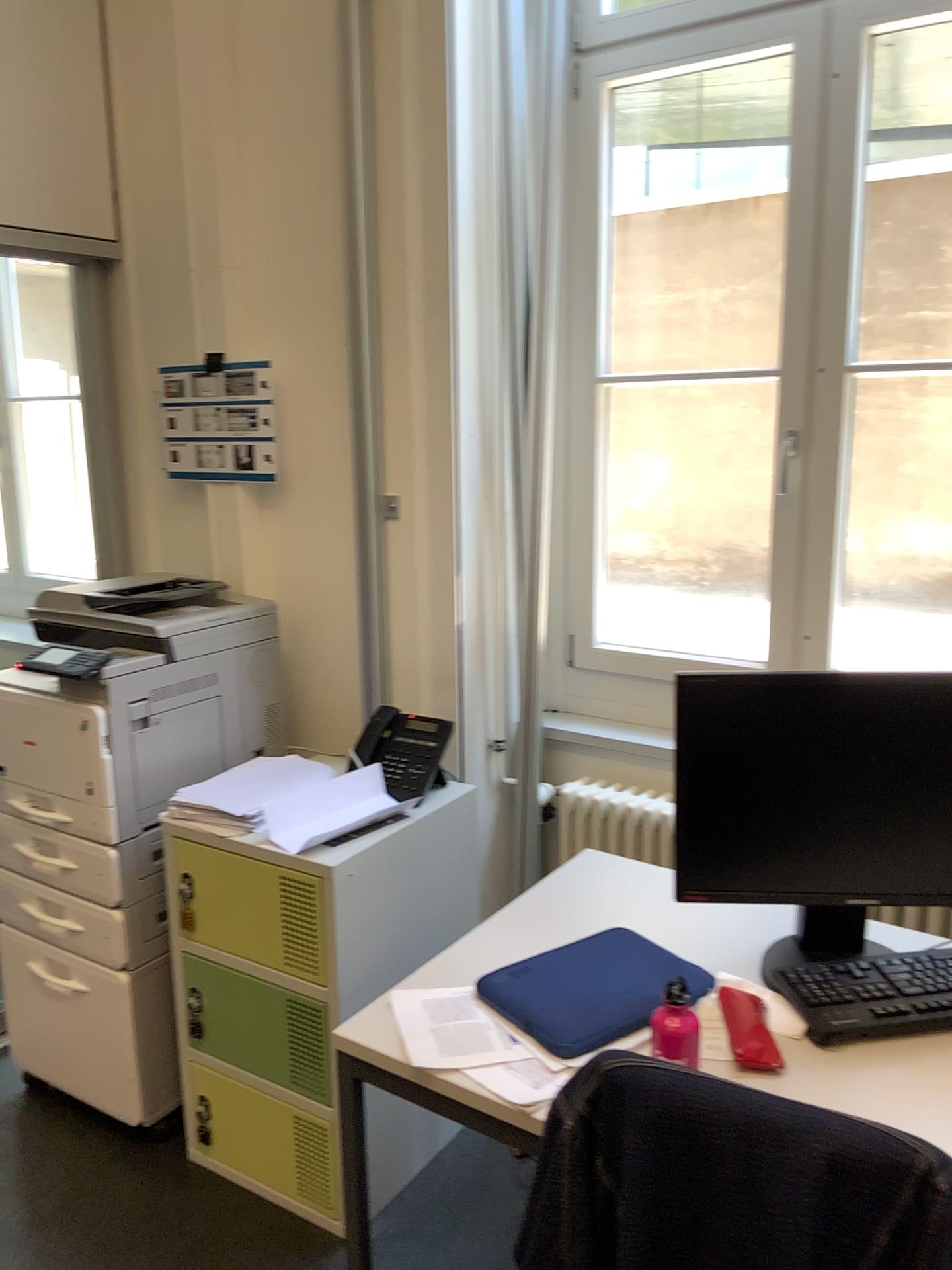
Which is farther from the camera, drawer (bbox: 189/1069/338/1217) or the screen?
drawer (bbox: 189/1069/338/1217)

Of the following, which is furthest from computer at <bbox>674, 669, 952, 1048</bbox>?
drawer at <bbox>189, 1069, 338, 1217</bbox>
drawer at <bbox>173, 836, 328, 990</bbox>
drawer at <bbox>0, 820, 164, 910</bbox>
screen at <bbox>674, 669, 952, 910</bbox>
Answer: drawer at <bbox>0, 820, 164, 910</bbox>

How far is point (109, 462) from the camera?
3.0 meters

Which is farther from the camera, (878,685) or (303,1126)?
(303,1126)

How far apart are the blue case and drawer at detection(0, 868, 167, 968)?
1.00m

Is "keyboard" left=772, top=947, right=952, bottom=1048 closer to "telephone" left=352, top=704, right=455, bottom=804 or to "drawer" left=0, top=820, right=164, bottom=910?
"telephone" left=352, top=704, right=455, bottom=804

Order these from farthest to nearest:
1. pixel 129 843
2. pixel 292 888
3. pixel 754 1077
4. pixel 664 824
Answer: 1. pixel 664 824
2. pixel 129 843
3. pixel 292 888
4. pixel 754 1077

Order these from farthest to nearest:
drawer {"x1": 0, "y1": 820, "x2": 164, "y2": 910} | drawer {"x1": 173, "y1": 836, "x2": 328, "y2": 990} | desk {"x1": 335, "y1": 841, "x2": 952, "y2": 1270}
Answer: drawer {"x1": 0, "y1": 820, "x2": 164, "y2": 910} < drawer {"x1": 173, "y1": 836, "x2": 328, "y2": 990} < desk {"x1": 335, "y1": 841, "x2": 952, "y2": 1270}

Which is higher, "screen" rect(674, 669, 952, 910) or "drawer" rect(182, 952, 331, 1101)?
"screen" rect(674, 669, 952, 910)

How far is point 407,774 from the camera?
2.32m
